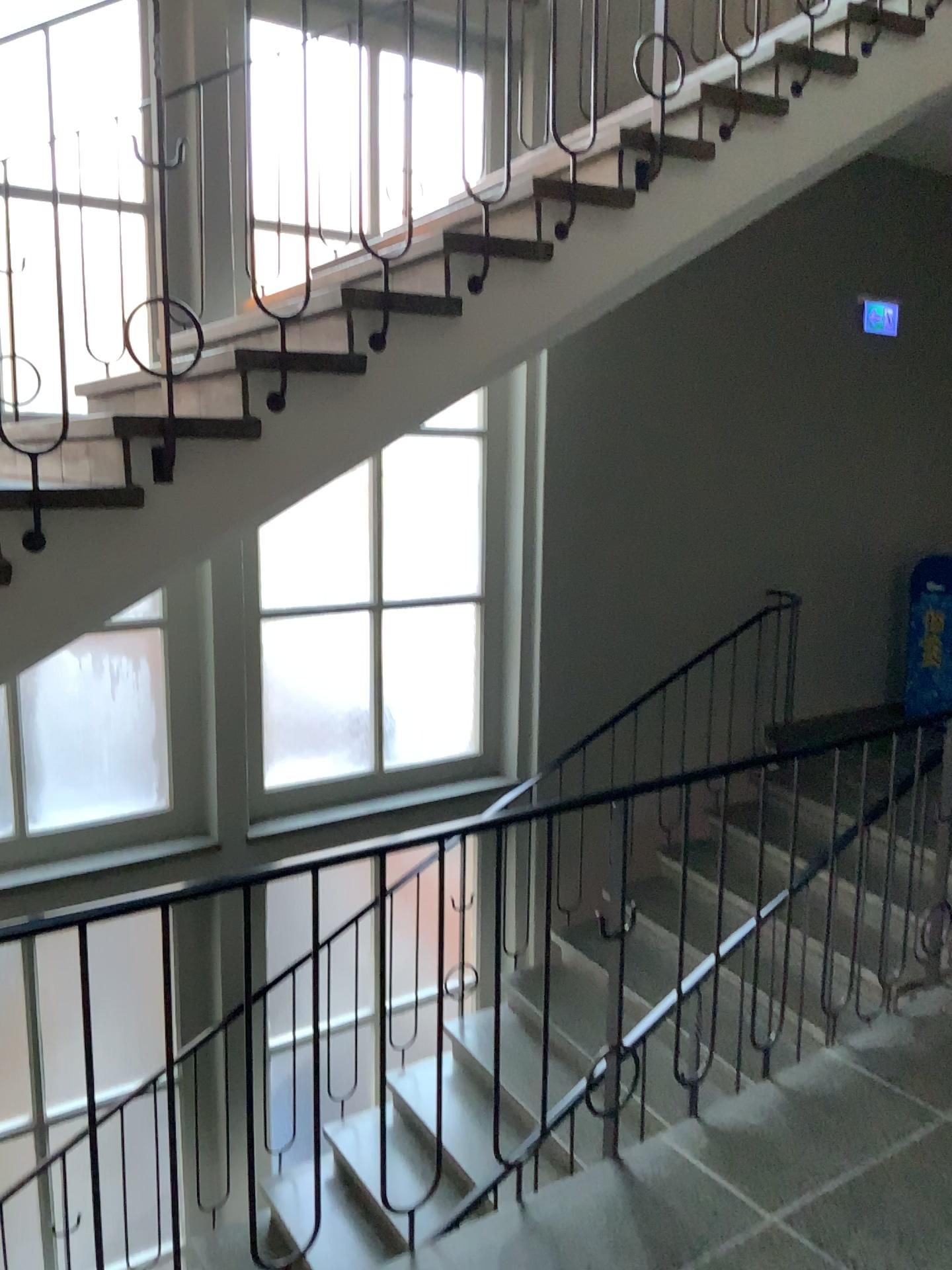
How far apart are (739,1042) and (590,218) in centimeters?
300cm
